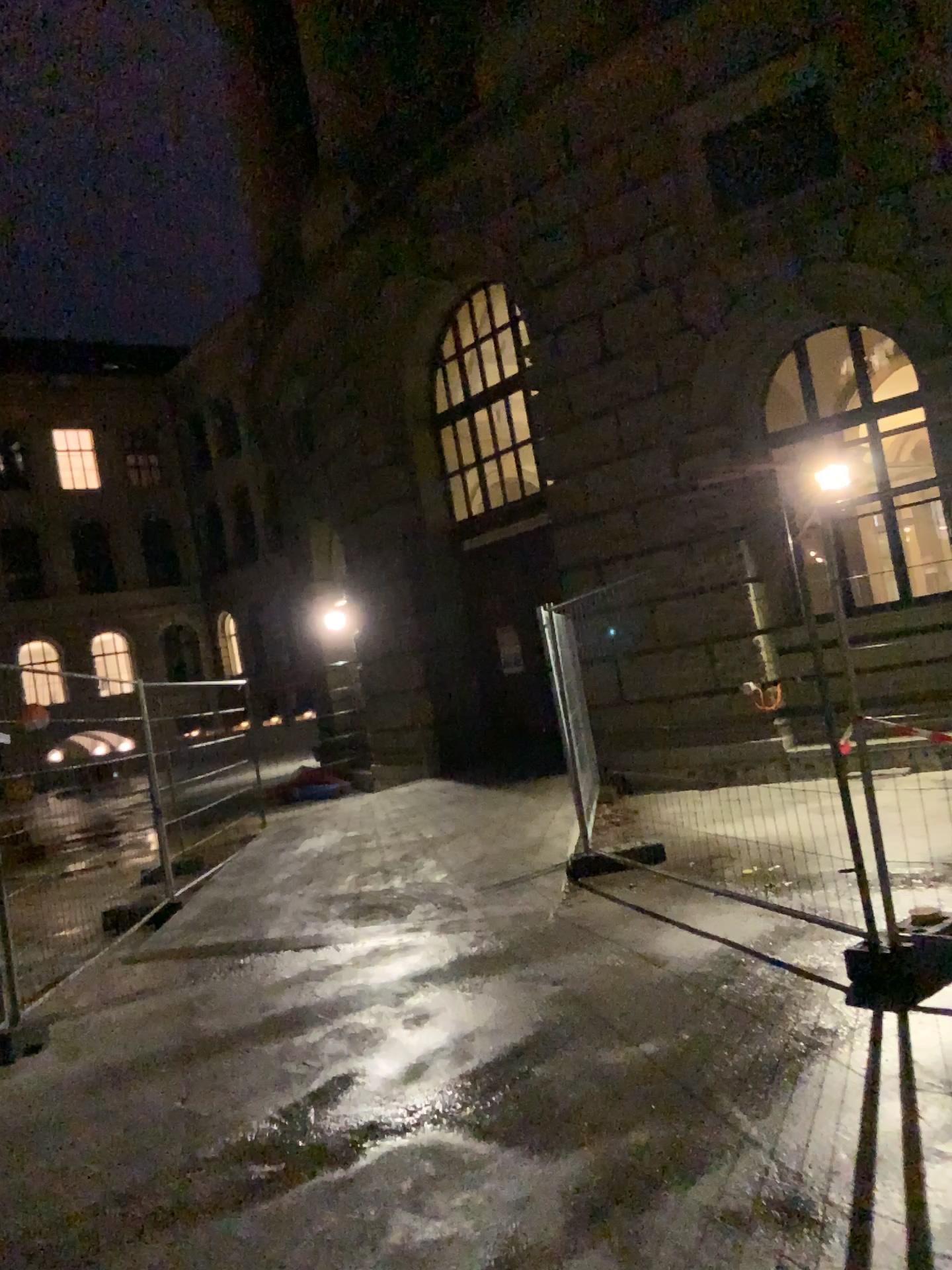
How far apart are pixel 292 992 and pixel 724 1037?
2.4 meters
